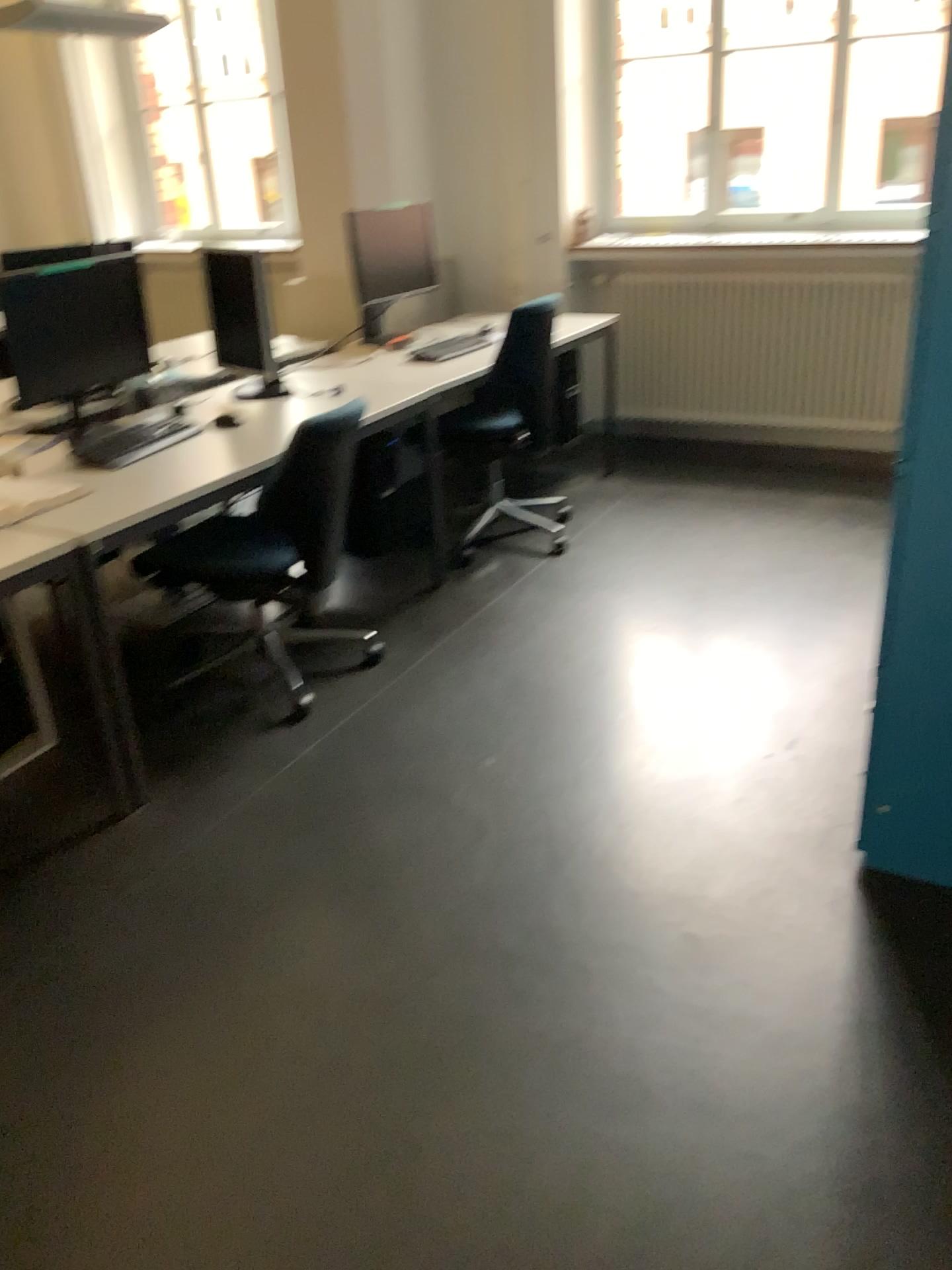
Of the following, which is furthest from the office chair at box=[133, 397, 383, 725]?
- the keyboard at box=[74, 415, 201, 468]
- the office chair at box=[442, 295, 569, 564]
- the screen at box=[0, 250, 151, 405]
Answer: the office chair at box=[442, 295, 569, 564]

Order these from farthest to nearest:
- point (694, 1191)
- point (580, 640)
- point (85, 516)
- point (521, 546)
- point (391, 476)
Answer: point (521, 546)
point (391, 476)
point (580, 640)
point (85, 516)
point (694, 1191)

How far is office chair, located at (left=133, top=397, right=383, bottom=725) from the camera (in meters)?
2.92

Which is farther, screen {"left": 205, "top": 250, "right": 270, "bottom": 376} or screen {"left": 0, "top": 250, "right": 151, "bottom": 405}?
screen {"left": 205, "top": 250, "right": 270, "bottom": 376}

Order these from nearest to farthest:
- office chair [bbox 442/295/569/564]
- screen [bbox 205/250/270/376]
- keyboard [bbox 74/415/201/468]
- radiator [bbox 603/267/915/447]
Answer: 1. keyboard [bbox 74/415/201/468]
2. screen [bbox 205/250/270/376]
3. office chair [bbox 442/295/569/564]
4. radiator [bbox 603/267/915/447]

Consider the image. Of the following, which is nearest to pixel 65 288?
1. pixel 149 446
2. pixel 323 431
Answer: pixel 149 446

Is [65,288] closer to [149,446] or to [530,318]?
[149,446]

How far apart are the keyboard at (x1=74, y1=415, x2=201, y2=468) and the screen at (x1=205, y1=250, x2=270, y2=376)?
0.7 meters

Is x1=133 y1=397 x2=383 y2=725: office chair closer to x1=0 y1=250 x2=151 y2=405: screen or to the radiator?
x1=0 y1=250 x2=151 y2=405: screen

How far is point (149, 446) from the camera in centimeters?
284cm
